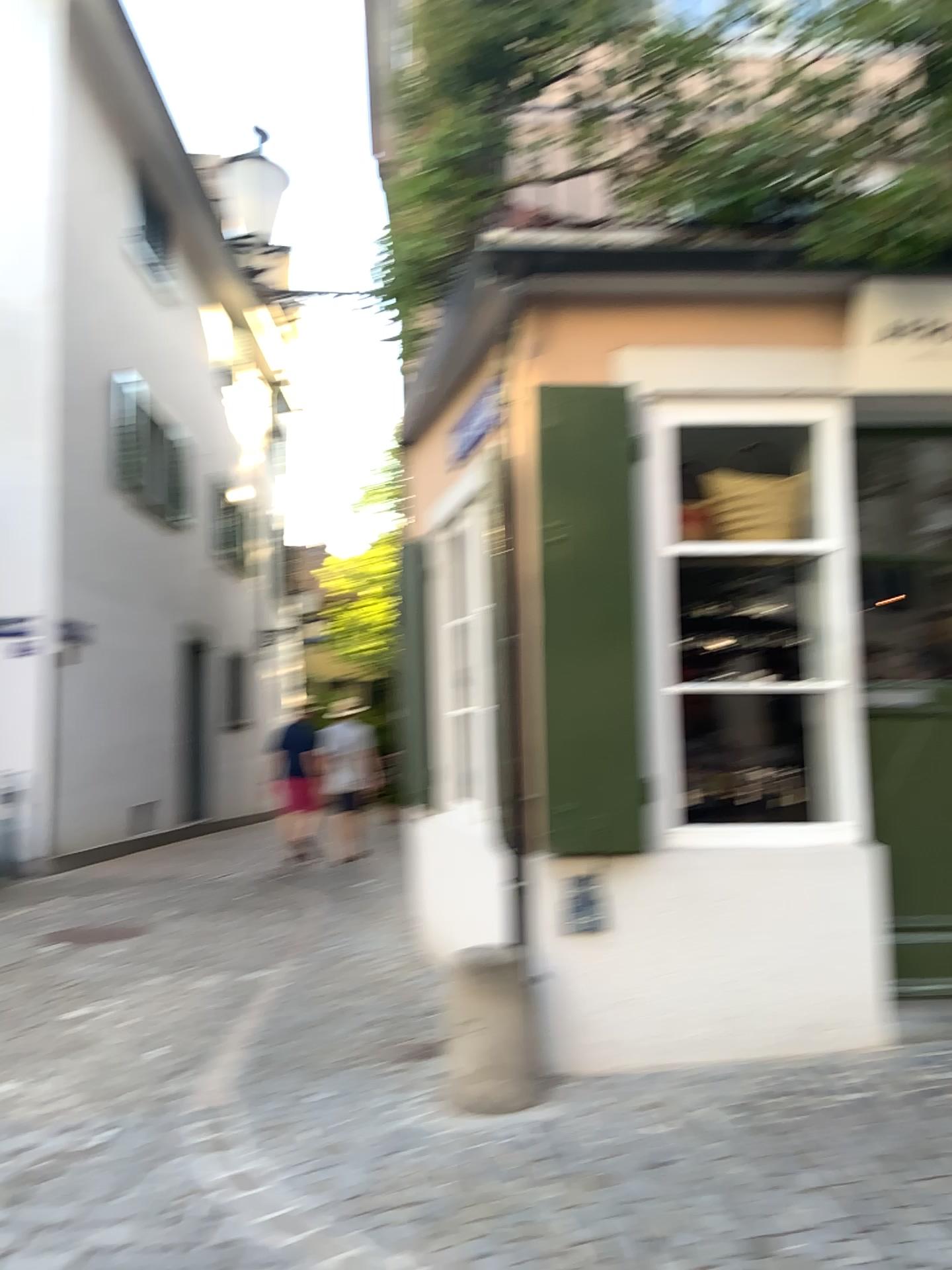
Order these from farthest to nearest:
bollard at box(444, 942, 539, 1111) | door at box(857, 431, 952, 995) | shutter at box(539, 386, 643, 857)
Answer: door at box(857, 431, 952, 995) → shutter at box(539, 386, 643, 857) → bollard at box(444, 942, 539, 1111)

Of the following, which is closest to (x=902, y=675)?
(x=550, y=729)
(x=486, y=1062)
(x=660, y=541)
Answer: (x=660, y=541)

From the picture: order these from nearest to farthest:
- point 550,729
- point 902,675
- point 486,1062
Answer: point 486,1062 < point 550,729 < point 902,675

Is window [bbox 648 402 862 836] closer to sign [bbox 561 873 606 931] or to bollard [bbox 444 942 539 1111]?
sign [bbox 561 873 606 931]

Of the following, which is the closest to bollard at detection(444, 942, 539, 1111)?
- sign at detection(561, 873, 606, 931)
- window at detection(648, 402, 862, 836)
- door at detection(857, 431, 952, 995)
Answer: sign at detection(561, 873, 606, 931)

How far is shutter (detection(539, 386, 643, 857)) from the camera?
3.7m

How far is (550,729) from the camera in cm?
370

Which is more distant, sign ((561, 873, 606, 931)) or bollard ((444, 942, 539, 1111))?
sign ((561, 873, 606, 931))

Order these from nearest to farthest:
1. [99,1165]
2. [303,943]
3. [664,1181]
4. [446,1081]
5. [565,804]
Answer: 1. [664,1181]
2. [99,1165]
3. [446,1081]
4. [565,804]
5. [303,943]

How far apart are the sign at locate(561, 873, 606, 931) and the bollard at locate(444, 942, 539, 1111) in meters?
0.4 m
